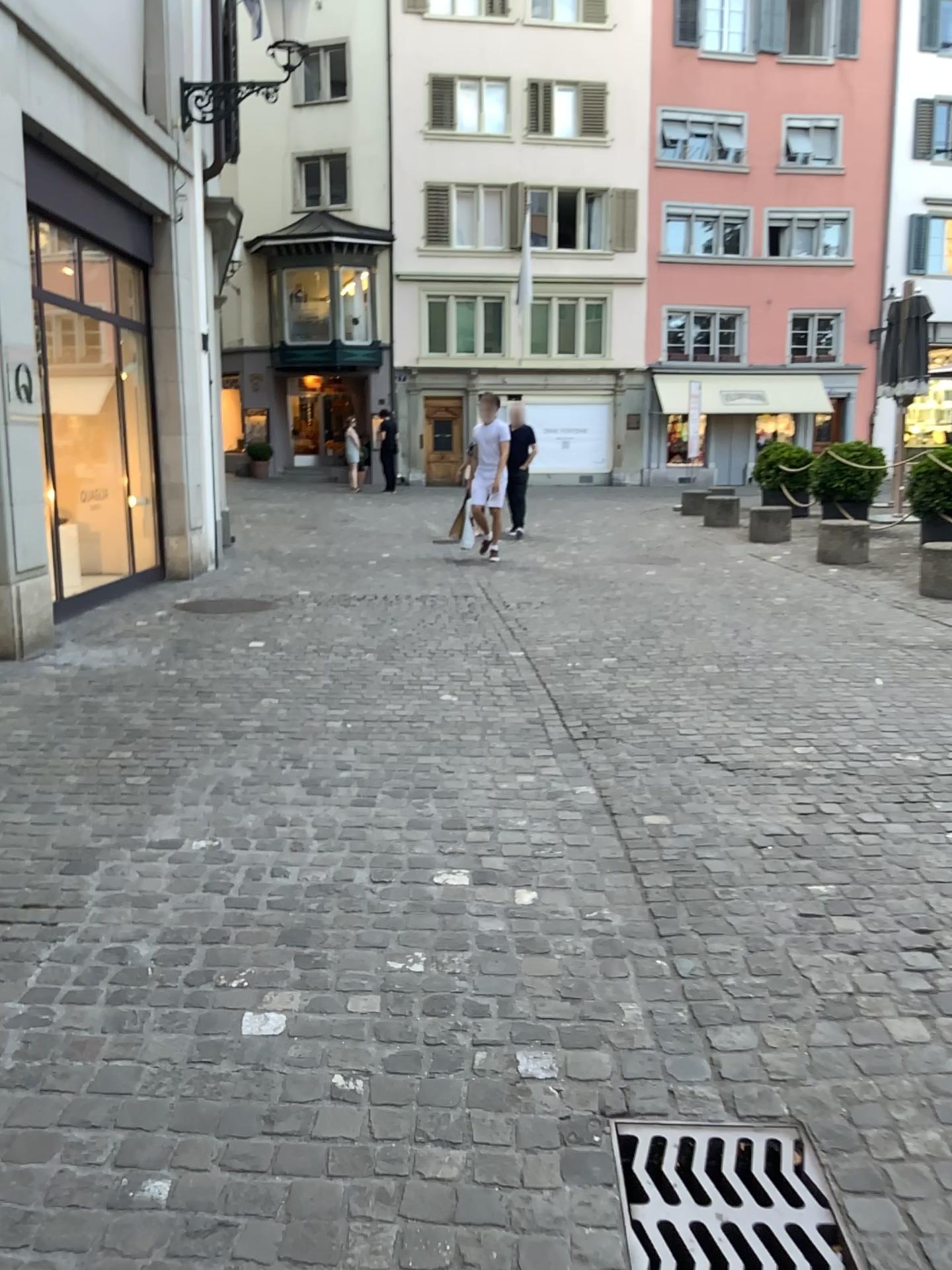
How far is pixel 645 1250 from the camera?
1.80m

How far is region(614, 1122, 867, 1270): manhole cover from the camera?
1.8m

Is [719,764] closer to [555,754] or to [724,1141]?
[555,754]
